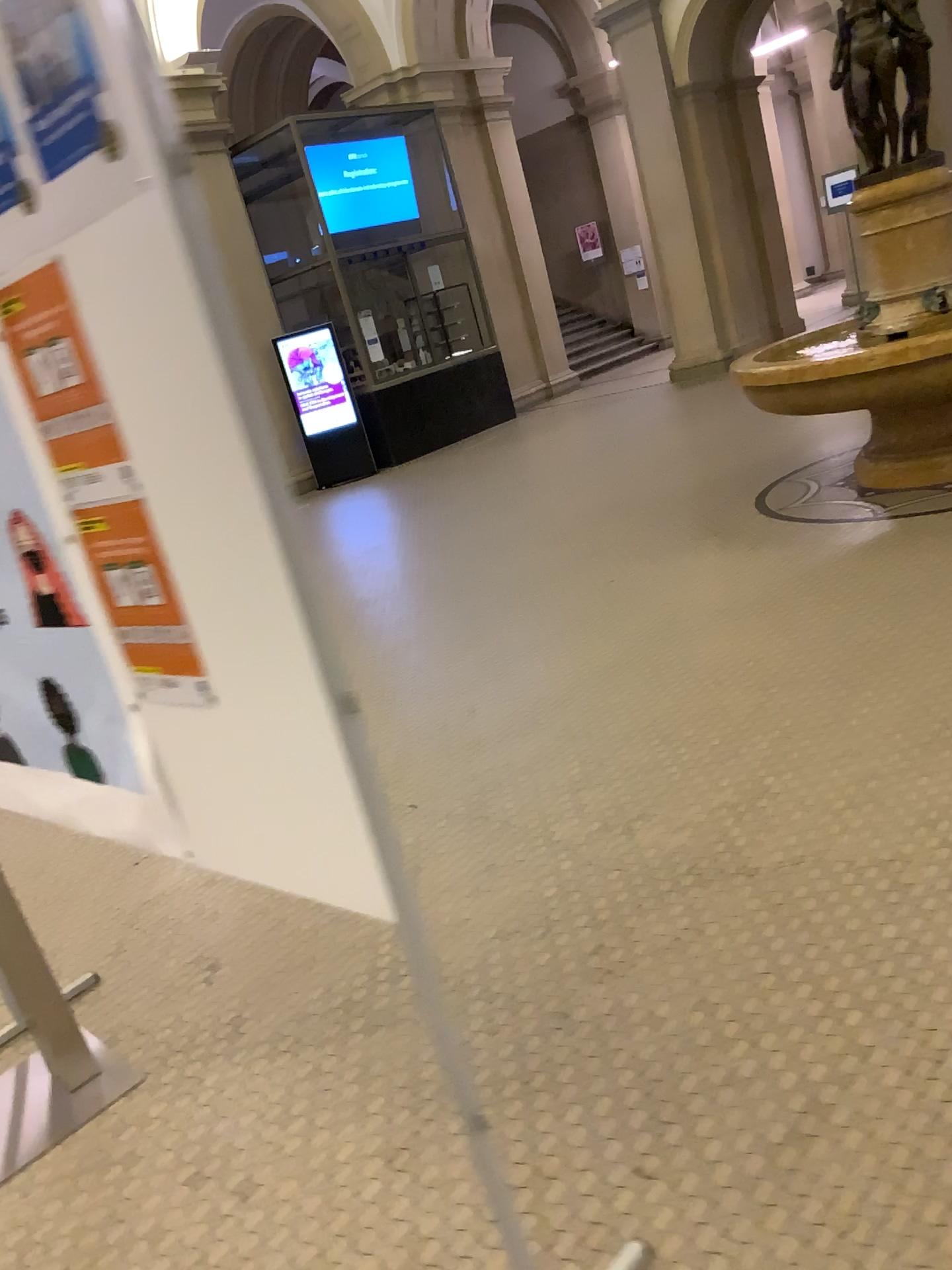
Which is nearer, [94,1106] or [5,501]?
[5,501]

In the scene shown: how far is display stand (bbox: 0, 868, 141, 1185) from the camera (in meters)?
2.36

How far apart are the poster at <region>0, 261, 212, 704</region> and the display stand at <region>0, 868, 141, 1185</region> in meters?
1.2 m

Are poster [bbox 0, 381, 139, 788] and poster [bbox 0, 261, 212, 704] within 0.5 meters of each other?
yes

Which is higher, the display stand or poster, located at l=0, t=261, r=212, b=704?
poster, located at l=0, t=261, r=212, b=704

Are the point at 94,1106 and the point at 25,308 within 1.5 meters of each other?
no

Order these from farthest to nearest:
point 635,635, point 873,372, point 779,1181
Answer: point 873,372 < point 635,635 < point 779,1181

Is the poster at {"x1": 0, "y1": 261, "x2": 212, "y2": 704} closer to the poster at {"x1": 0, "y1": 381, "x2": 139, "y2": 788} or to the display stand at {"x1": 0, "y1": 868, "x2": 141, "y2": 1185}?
the poster at {"x1": 0, "y1": 381, "x2": 139, "y2": 788}

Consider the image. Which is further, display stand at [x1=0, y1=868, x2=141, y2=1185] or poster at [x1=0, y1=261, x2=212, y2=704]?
display stand at [x1=0, y1=868, x2=141, y2=1185]

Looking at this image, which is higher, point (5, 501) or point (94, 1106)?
point (5, 501)
